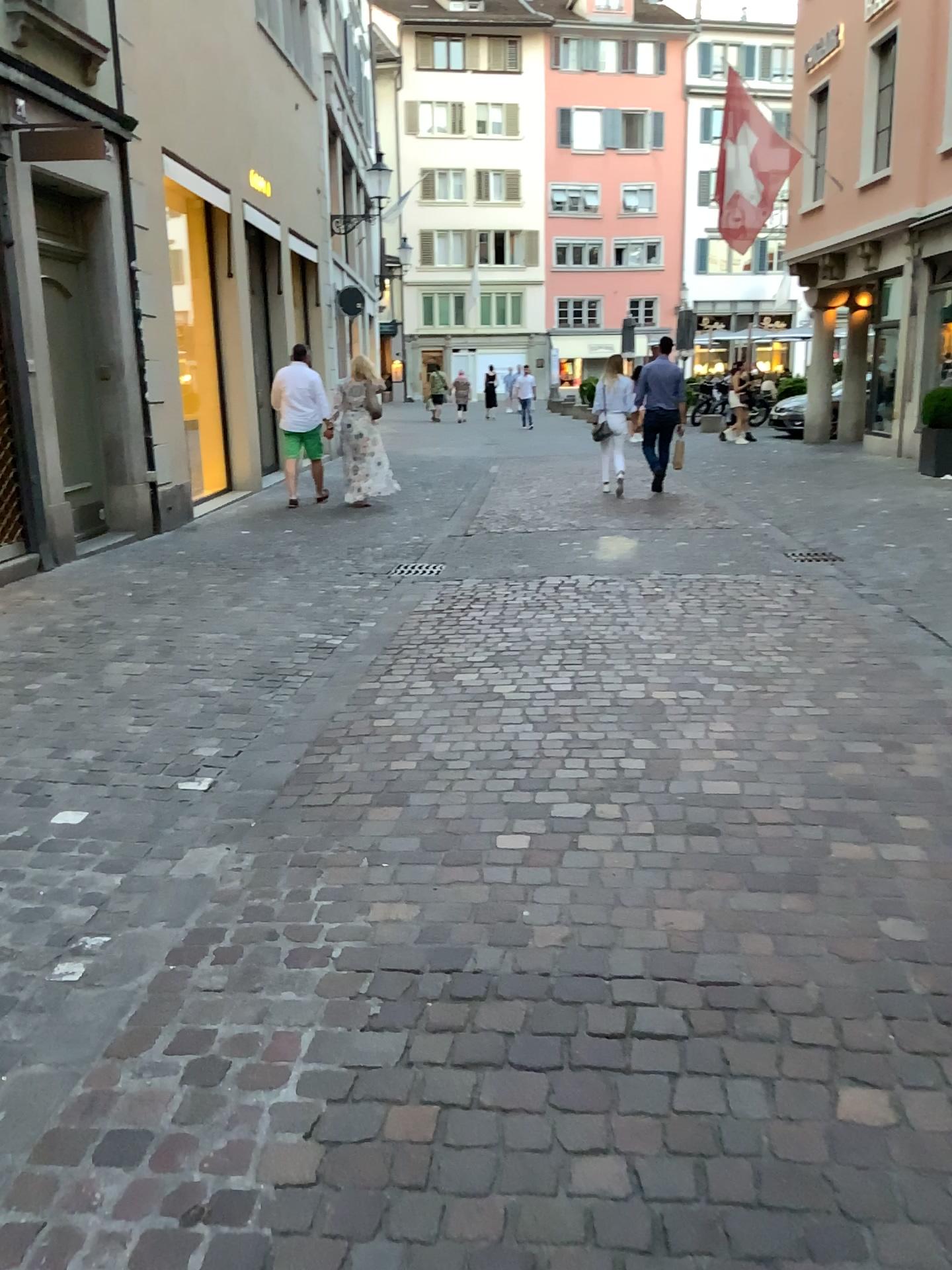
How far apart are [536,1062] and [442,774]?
1.6m
